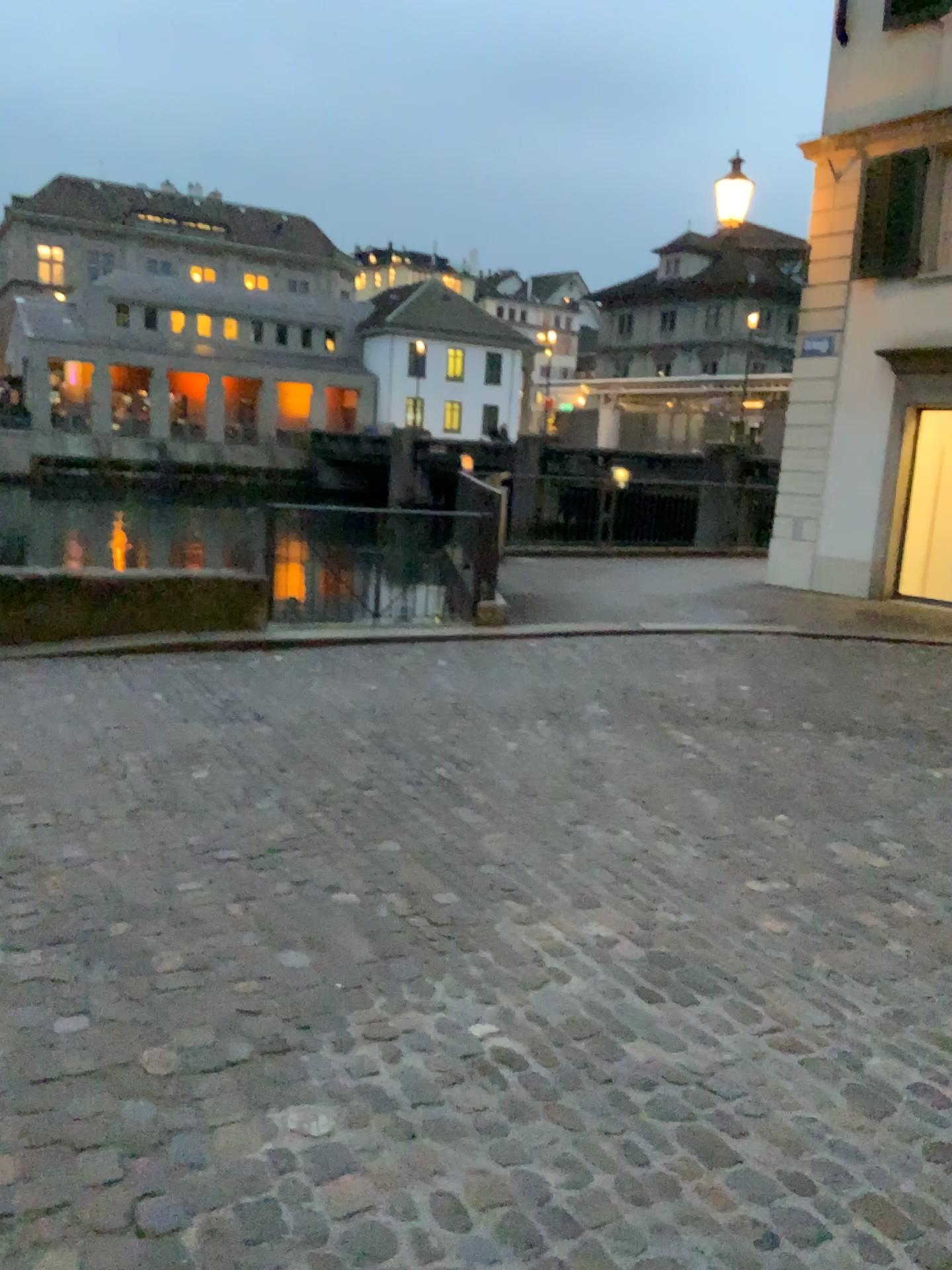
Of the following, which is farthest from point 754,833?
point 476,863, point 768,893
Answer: point 476,863
